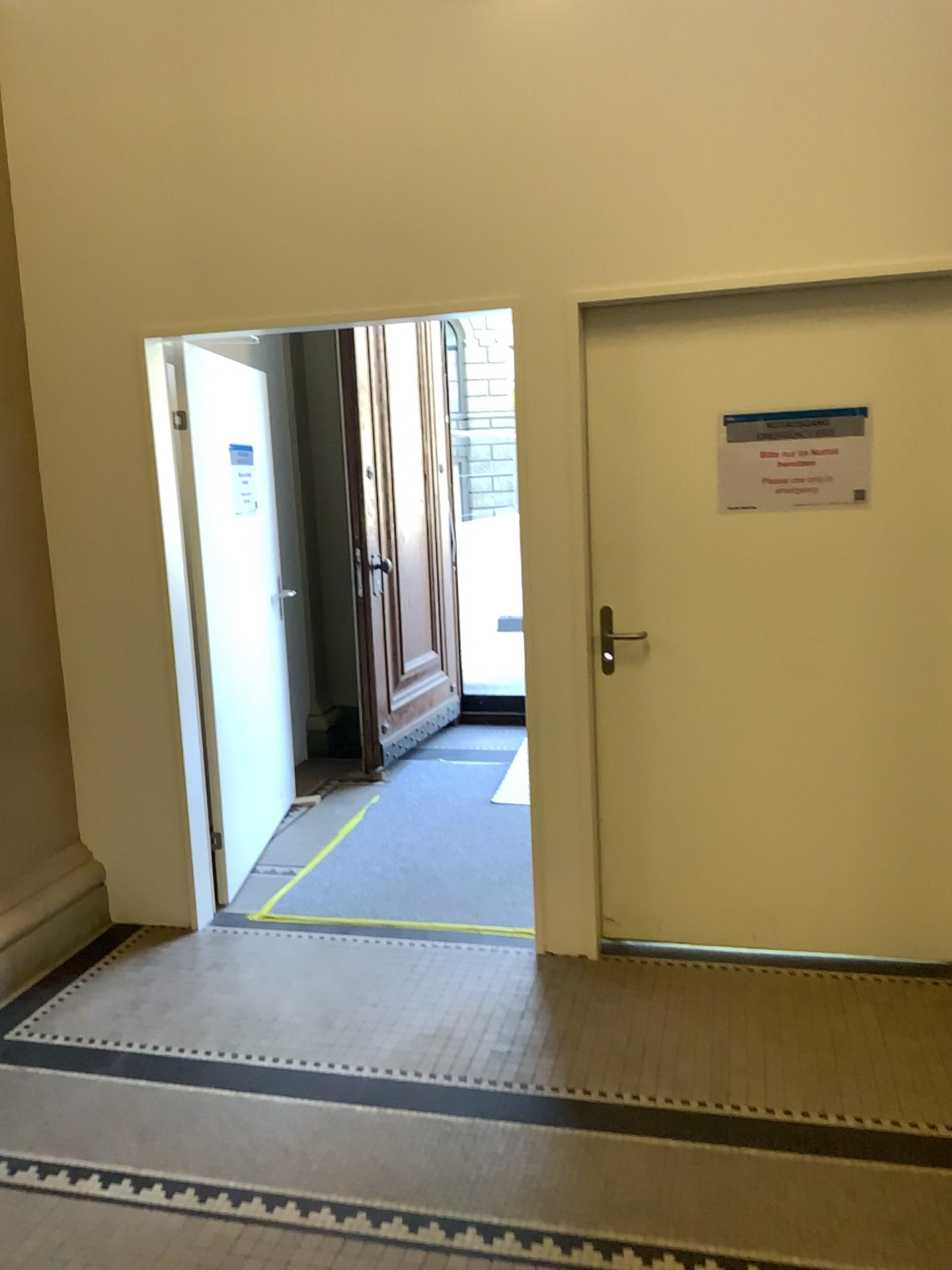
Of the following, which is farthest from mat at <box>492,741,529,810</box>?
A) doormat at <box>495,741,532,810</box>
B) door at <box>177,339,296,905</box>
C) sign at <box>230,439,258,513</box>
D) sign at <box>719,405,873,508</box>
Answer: sign at <box>719,405,873,508</box>

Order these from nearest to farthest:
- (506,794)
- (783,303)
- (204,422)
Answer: (783,303)
(204,422)
(506,794)

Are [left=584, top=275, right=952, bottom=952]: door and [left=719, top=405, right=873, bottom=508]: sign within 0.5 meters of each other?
yes

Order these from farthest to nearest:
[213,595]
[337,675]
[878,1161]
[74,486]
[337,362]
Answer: [337,675]
[337,362]
[213,595]
[74,486]
[878,1161]

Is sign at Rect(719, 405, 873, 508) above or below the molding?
above

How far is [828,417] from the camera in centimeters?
301cm

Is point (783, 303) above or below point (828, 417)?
above

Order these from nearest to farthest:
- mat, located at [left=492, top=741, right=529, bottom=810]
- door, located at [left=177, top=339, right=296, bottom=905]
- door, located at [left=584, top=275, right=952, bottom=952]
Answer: door, located at [left=584, top=275, right=952, bottom=952] → door, located at [left=177, top=339, right=296, bottom=905] → mat, located at [left=492, top=741, right=529, bottom=810]

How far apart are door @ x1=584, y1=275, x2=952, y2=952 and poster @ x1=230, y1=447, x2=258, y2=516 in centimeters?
144cm

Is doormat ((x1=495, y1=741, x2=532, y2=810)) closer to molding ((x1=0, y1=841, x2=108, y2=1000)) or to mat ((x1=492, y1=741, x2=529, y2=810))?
mat ((x1=492, y1=741, x2=529, y2=810))
